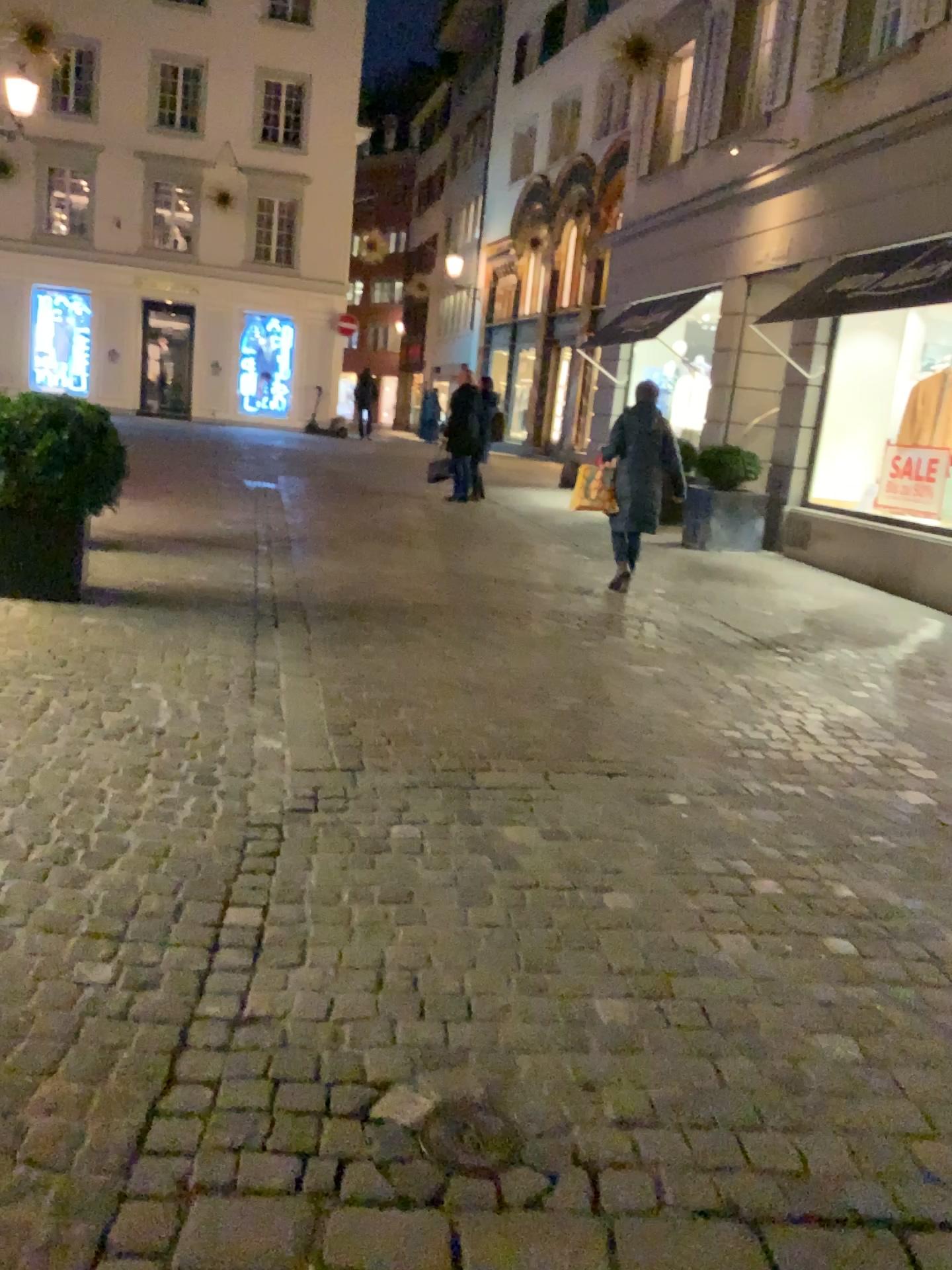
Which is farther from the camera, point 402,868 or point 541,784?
point 541,784
